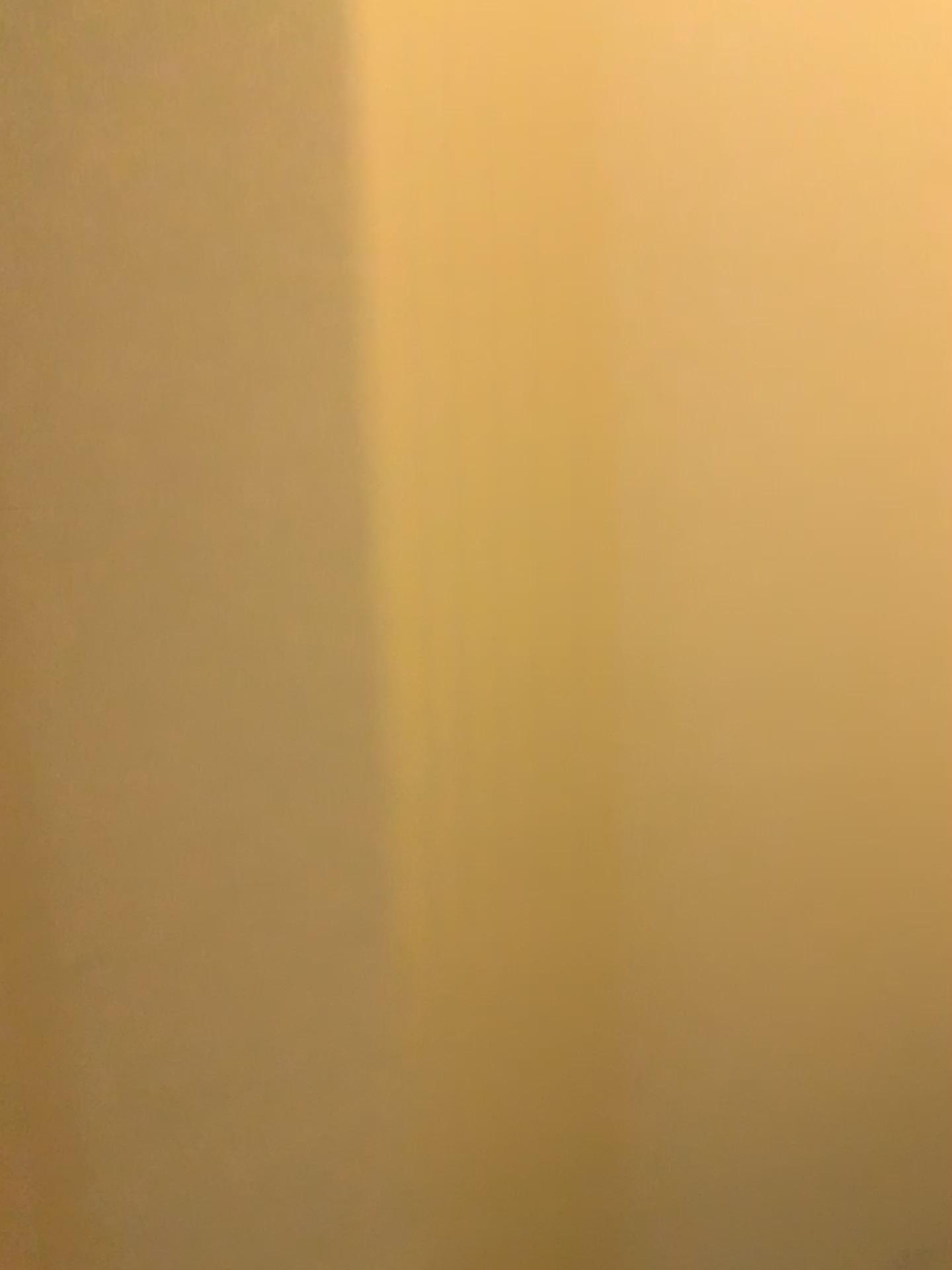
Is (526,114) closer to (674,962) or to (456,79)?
(456,79)
